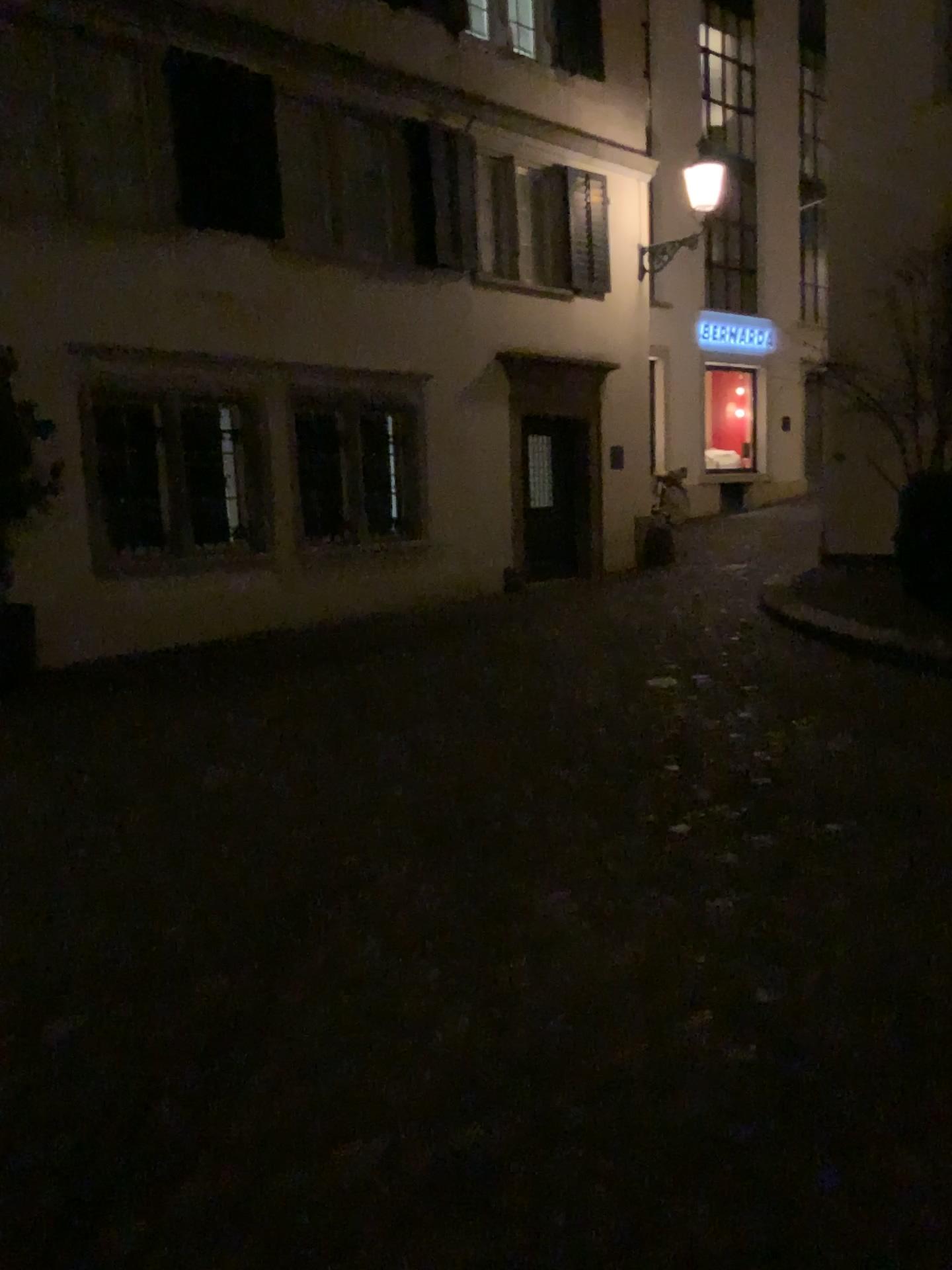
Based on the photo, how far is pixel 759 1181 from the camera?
1.9 meters
